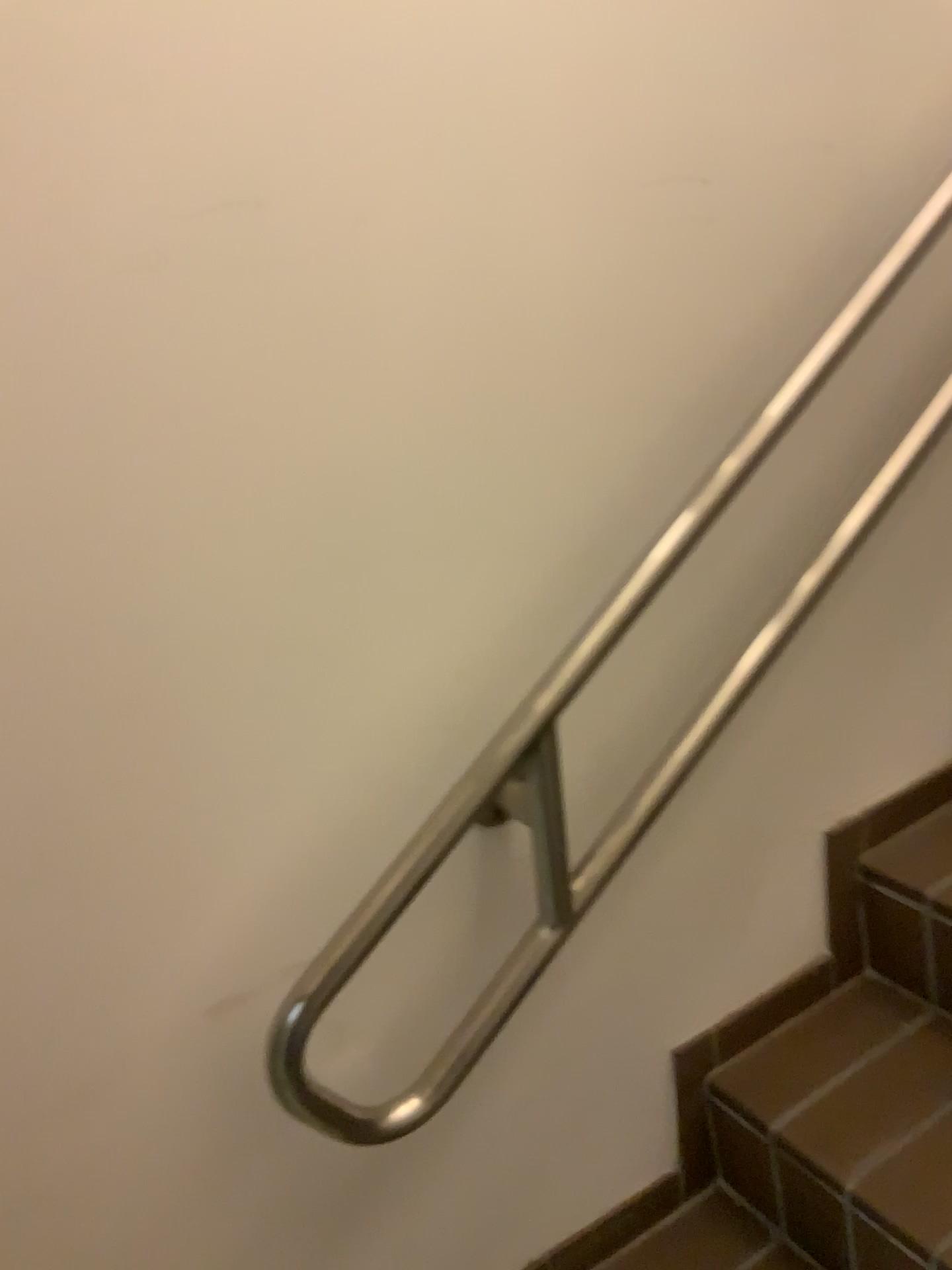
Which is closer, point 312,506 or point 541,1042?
point 312,506

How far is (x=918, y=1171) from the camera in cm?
112

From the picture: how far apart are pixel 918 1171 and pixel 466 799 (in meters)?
0.67

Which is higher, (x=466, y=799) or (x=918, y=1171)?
(x=466, y=799)

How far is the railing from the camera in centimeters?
91cm

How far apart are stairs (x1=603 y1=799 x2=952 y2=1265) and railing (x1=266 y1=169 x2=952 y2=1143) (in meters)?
0.34

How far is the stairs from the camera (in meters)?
1.12
